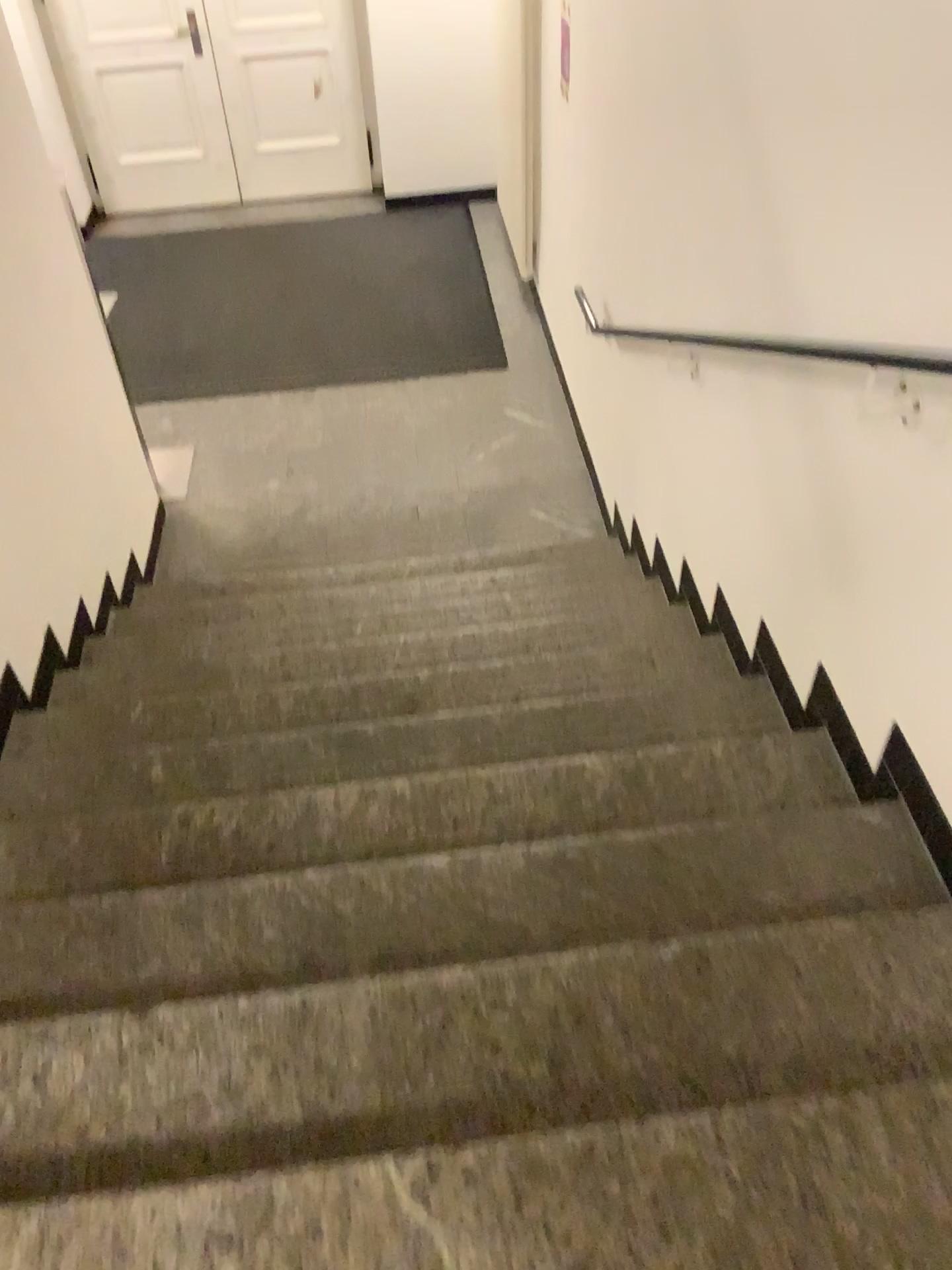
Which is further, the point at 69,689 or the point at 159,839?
the point at 69,689
